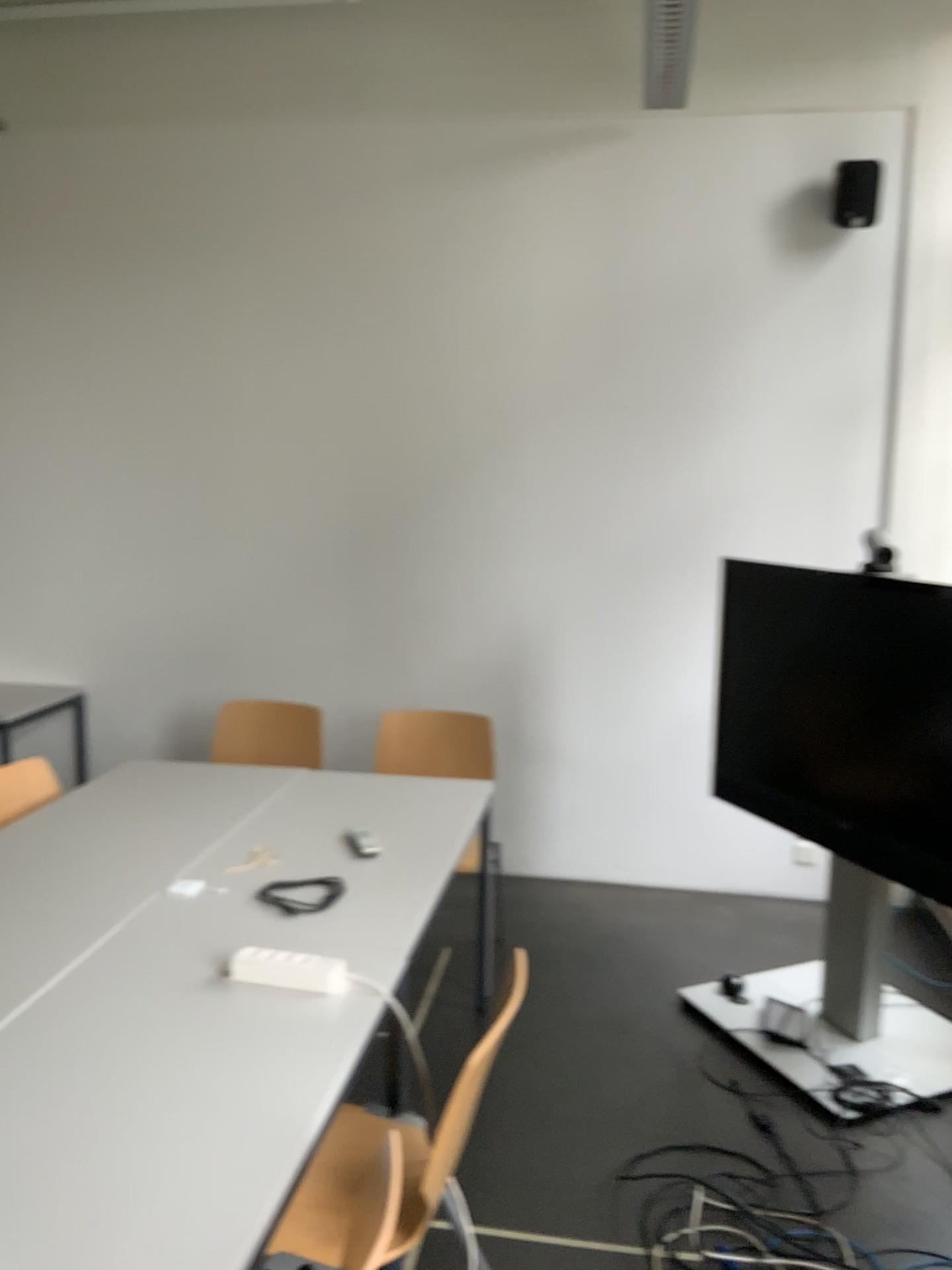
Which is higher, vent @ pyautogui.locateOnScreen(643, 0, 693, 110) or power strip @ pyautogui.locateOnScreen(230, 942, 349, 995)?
vent @ pyautogui.locateOnScreen(643, 0, 693, 110)

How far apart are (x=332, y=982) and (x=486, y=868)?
1.82m

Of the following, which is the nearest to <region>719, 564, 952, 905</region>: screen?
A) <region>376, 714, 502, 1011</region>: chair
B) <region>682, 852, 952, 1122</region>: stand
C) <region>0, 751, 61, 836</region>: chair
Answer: <region>682, 852, 952, 1122</region>: stand

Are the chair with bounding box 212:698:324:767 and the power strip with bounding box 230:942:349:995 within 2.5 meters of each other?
yes

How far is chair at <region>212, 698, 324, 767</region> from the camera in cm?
391

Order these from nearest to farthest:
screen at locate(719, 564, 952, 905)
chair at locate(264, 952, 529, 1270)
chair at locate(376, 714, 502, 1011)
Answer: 1. chair at locate(264, 952, 529, 1270)
2. screen at locate(719, 564, 952, 905)
3. chair at locate(376, 714, 502, 1011)

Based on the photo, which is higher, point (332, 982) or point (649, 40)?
point (649, 40)

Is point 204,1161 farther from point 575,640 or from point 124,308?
point 124,308

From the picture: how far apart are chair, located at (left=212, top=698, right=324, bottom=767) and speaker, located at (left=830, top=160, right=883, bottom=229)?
2.7 meters

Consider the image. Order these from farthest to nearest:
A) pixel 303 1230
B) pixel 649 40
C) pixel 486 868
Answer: pixel 649 40
pixel 486 868
pixel 303 1230
